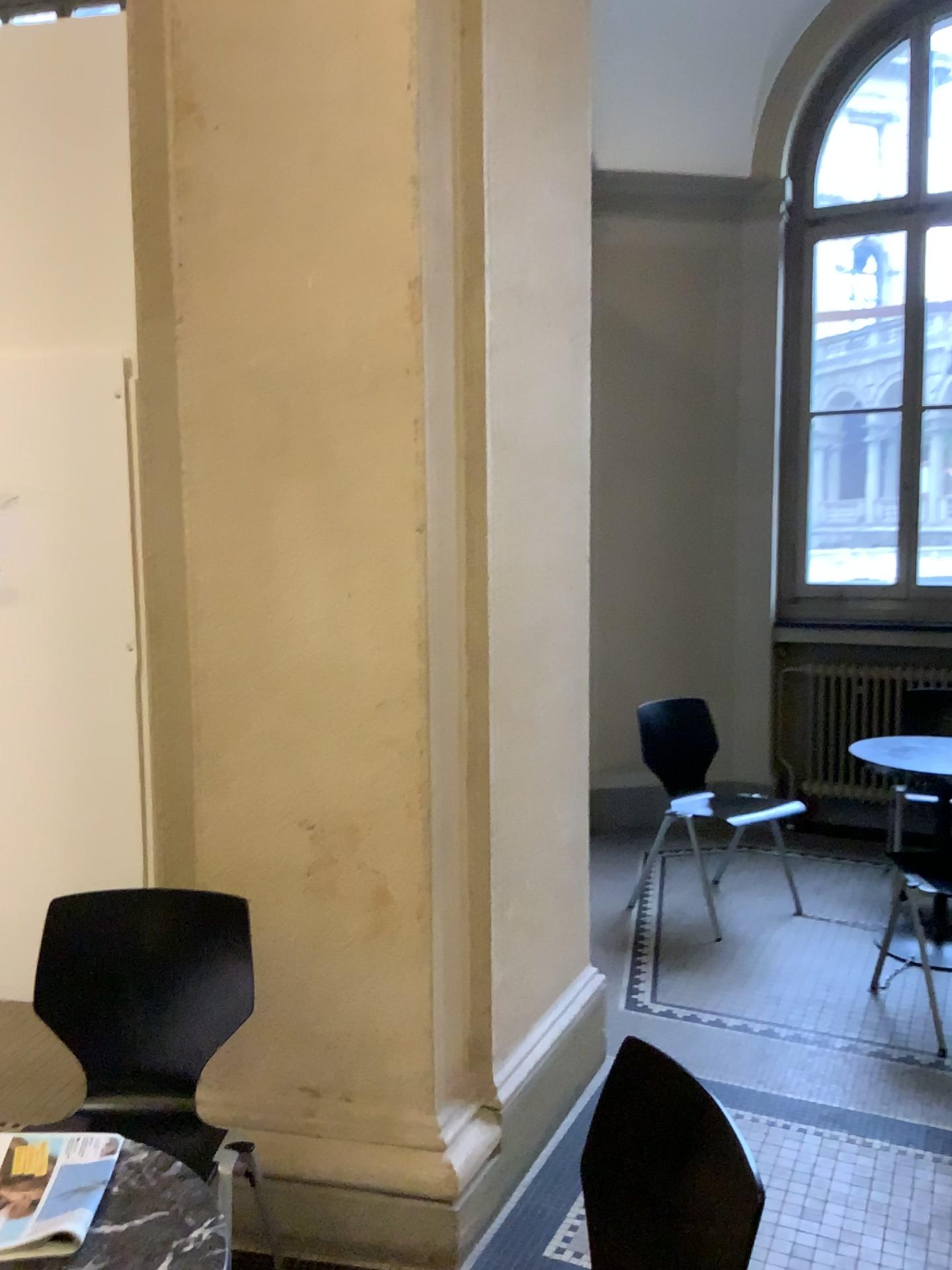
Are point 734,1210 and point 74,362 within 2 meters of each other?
no

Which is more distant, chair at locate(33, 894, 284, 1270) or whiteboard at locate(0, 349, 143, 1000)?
whiteboard at locate(0, 349, 143, 1000)

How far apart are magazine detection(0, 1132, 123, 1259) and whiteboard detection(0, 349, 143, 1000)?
2.0m

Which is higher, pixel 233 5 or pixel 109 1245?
pixel 233 5

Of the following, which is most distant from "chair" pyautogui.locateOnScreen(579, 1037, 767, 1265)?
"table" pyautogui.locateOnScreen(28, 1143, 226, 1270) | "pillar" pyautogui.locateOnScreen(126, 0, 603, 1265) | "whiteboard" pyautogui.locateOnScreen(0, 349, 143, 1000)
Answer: "whiteboard" pyautogui.locateOnScreen(0, 349, 143, 1000)

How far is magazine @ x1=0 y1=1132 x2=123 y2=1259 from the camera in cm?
125

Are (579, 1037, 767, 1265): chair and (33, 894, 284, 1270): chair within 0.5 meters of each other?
no

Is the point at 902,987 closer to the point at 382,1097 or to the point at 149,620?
the point at 382,1097

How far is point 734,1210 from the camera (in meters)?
1.33

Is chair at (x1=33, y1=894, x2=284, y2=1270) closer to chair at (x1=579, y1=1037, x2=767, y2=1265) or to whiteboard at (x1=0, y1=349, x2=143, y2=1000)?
chair at (x1=579, y1=1037, x2=767, y2=1265)
